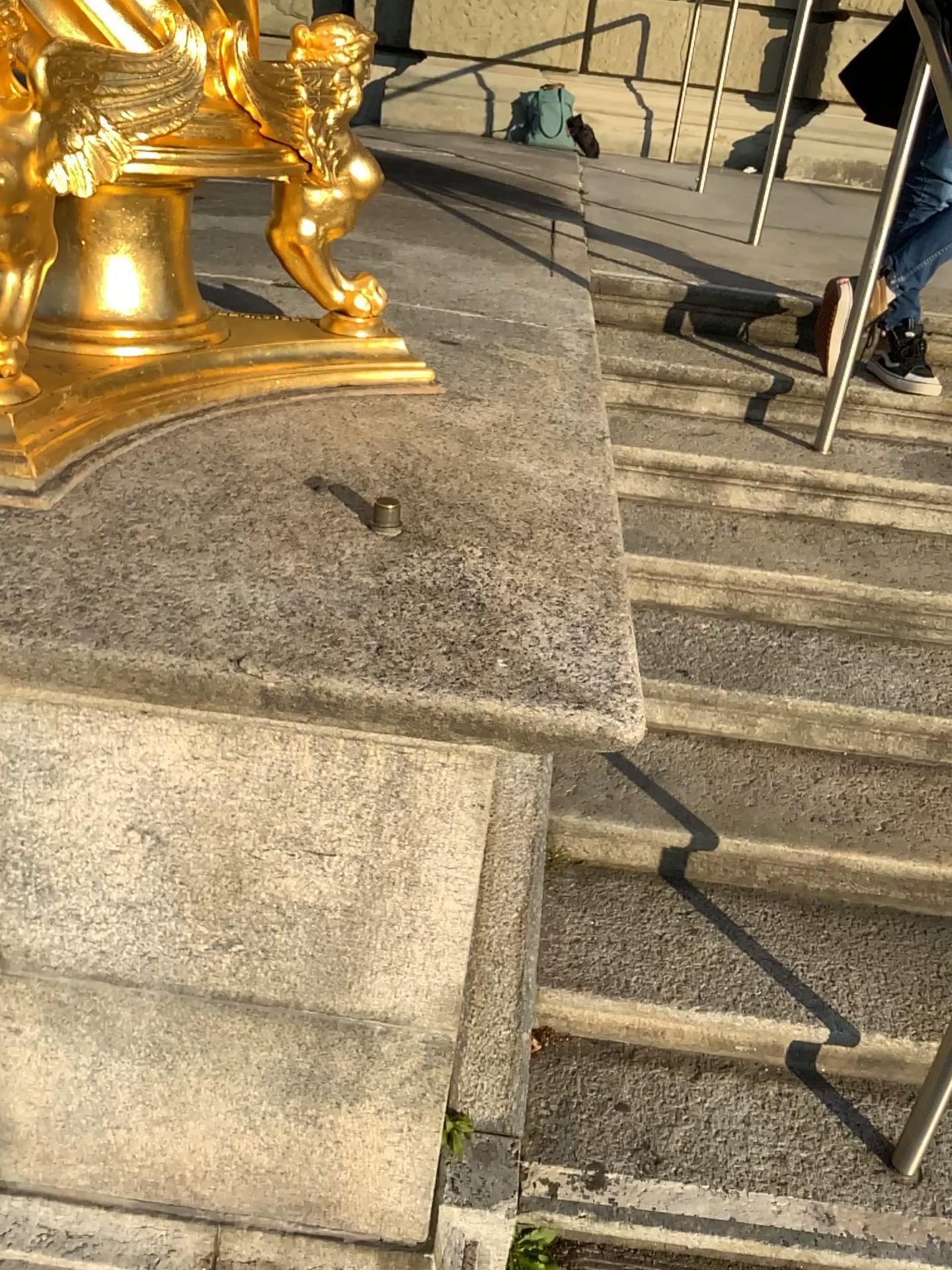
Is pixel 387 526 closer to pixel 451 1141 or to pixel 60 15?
pixel 60 15

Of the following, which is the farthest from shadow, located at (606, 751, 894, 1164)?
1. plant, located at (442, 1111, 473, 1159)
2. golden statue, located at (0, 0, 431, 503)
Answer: golden statue, located at (0, 0, 431, 503)

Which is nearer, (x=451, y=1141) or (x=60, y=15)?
(x=60, y=15)

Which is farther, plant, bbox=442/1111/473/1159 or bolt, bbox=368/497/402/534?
plant, bbox=442/1111/473/1159

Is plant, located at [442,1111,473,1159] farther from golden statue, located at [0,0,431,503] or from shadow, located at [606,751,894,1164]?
golden statue, located at [0,0,431,503]

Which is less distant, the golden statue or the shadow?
the golden statue

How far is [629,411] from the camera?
2.81m

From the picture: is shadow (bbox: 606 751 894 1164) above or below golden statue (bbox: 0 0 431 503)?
below

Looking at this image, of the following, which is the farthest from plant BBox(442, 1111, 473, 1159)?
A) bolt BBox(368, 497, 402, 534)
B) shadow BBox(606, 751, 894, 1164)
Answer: bolt BBox(368, 497, 402, 534)

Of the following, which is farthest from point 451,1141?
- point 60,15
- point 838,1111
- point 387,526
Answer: point 60,15
